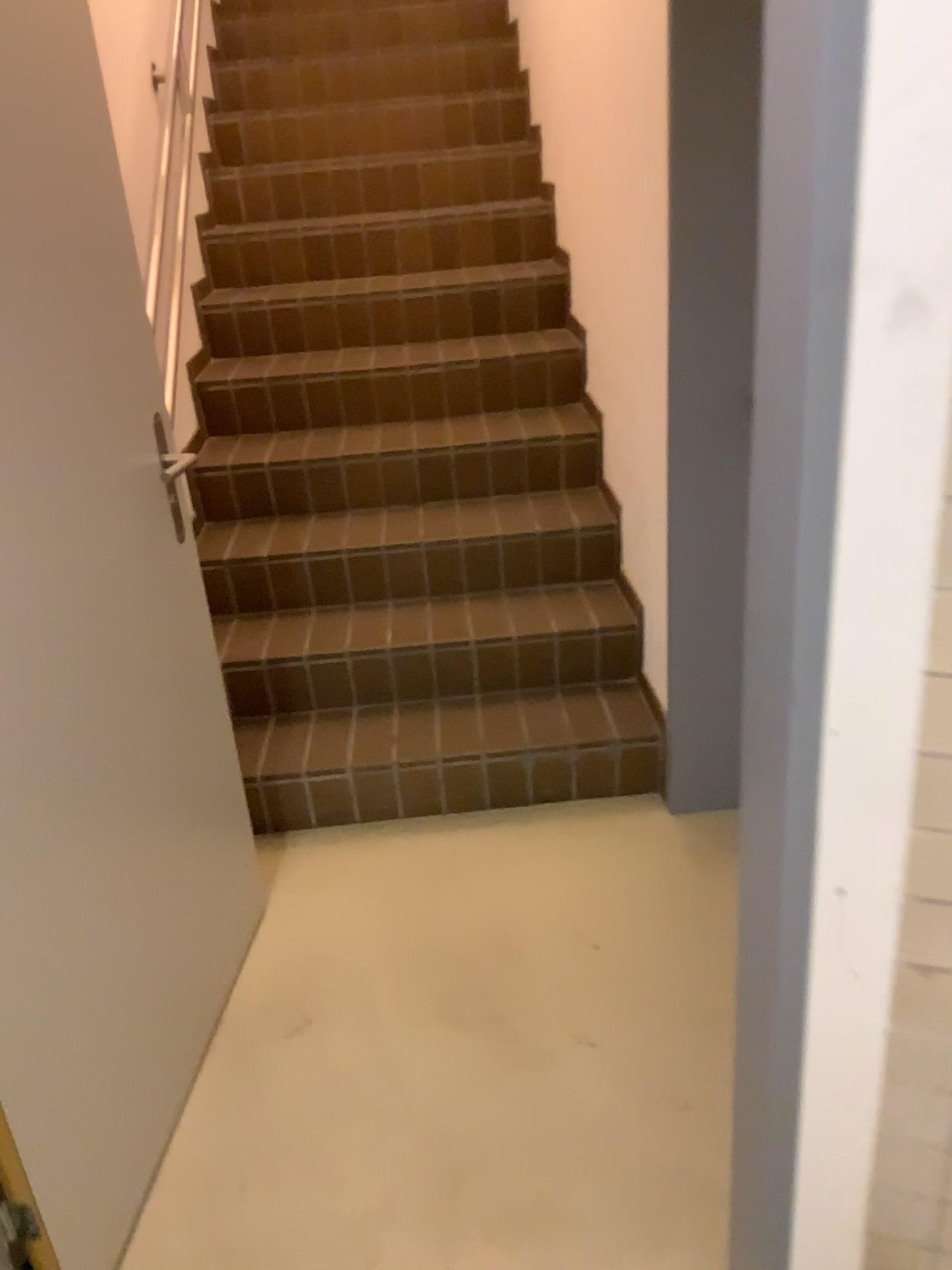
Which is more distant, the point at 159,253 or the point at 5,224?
the point at 159,253

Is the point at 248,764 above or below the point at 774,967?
below

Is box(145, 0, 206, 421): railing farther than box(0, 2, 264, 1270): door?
Yes
